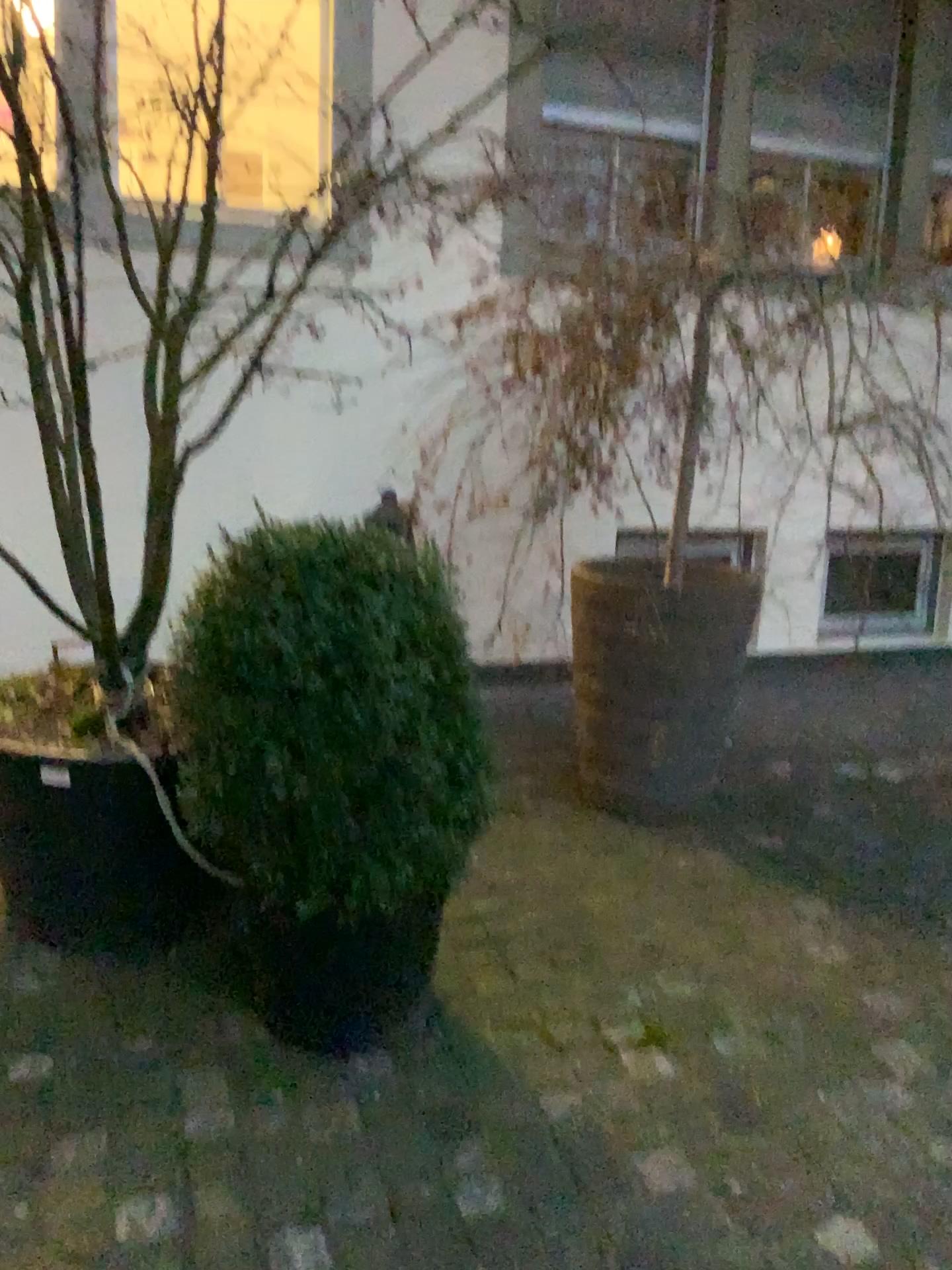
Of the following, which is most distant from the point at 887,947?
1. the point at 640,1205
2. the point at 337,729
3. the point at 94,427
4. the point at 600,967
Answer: the point at 94,427

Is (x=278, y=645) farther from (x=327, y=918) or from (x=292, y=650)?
(x=327, y=918)

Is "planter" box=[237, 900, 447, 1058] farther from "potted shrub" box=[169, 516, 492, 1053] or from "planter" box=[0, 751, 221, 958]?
"planter" box=[0, 751, 221, 958]

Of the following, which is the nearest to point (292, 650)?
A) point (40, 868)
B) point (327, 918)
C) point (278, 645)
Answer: point (278, 645)

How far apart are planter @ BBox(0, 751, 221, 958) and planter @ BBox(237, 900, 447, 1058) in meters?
0.3 m

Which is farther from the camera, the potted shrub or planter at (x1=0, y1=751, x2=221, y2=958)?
planter at (x1=0, y1=751, x2=221, y2=958)

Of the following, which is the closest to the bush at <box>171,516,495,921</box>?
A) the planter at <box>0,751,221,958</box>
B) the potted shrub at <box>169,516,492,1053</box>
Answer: the potted shrub at <box>169,516,492,1053</box>

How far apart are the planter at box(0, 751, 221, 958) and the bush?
0.3m

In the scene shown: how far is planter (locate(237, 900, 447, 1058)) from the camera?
2.01m

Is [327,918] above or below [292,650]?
below
